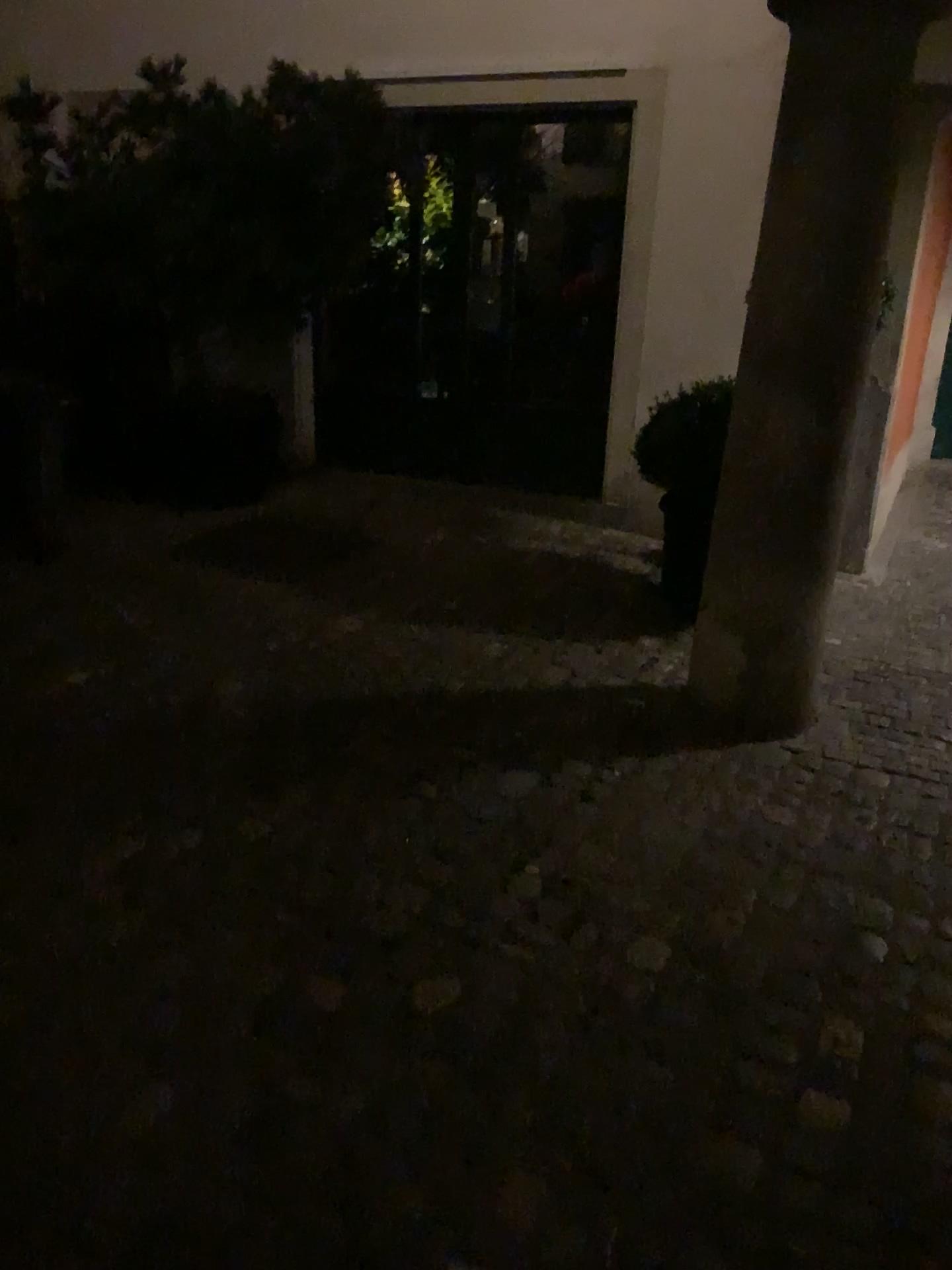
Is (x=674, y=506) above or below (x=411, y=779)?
above

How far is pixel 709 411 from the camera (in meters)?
4.18

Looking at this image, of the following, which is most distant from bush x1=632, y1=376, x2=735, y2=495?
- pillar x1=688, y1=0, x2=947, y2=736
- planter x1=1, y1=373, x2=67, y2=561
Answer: planter x1=1, y1=373, x2=67, y2=561

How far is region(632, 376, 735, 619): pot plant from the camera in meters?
4.2

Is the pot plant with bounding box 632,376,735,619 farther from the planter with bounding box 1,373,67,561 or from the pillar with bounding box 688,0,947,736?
the planter with bounding box 1,373,67,561

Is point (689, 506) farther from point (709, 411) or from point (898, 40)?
point (898, 40)

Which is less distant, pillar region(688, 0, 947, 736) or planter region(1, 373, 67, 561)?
pillar region(688, 0, 947, 736)

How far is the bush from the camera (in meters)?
4.17

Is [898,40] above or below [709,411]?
above

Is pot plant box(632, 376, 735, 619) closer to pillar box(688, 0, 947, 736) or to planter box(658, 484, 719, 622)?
planter box(658, 484, 719, 622)
